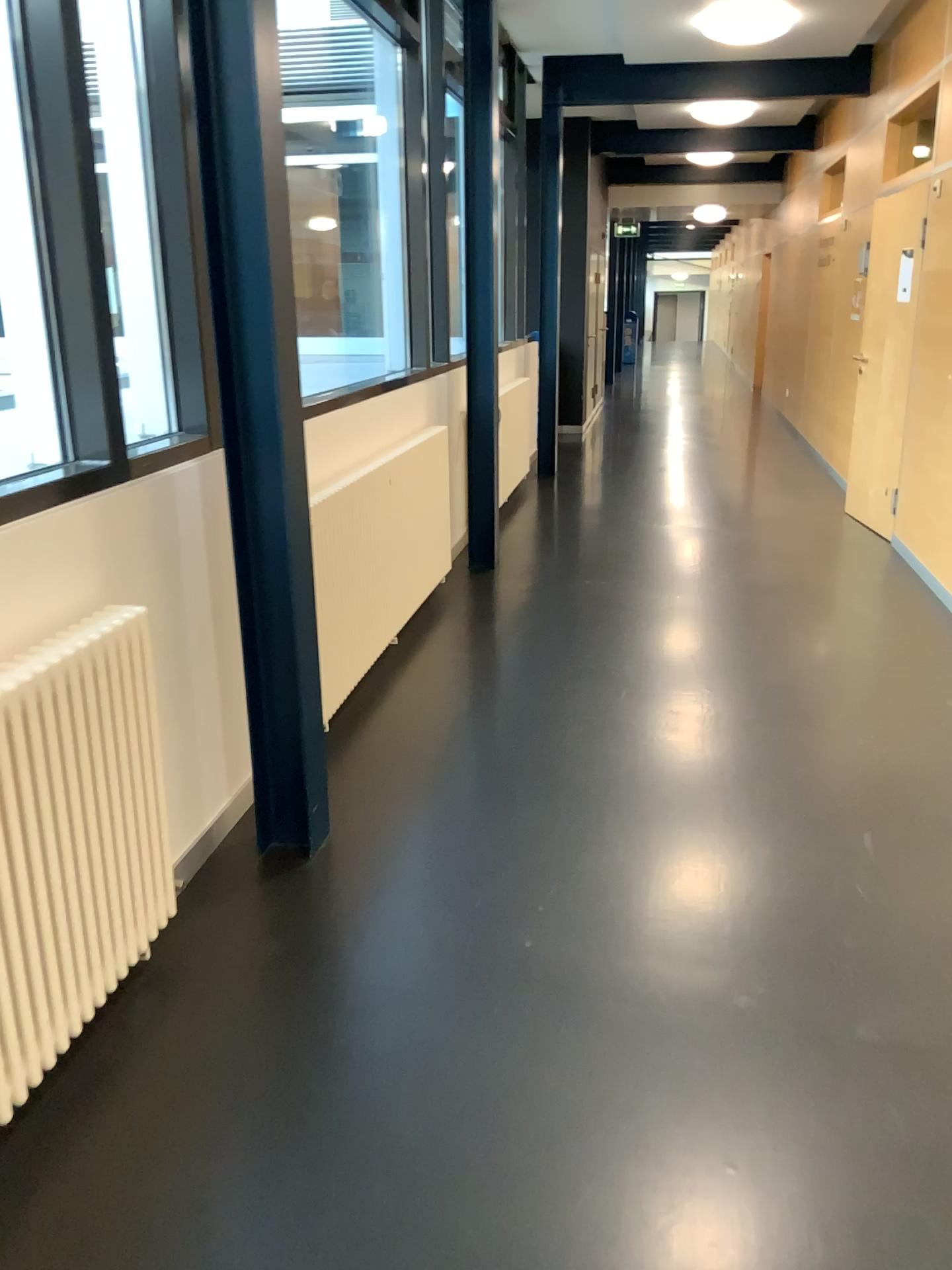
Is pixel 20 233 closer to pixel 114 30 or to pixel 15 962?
pixel 114 30

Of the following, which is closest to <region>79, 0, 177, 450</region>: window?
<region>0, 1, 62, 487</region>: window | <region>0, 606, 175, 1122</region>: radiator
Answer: <region>0, 1, 62, 487</region>: window

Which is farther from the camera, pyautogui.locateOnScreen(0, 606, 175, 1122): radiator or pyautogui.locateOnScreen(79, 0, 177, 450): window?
→ pyautogui.locateOnScreen(79, 0, 177, 450): window

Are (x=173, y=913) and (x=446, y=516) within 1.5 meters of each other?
no

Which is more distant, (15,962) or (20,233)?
(20,233)

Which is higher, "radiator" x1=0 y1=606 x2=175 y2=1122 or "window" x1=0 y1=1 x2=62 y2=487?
"window" x1=0 y1=1 x2=62 y2=487

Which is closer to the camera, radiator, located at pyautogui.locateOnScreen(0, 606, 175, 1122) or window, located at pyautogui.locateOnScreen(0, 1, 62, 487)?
radiator, located at pyautogui.locateOnScreen(0, 606, 175, 1122)

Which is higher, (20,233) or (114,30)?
(114,30)

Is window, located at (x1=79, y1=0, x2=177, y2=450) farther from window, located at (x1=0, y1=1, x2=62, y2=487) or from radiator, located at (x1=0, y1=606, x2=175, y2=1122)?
radiator, located at (x1=0, y1=606, x2=175, y2=1122)

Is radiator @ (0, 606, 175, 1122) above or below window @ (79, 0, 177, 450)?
below
